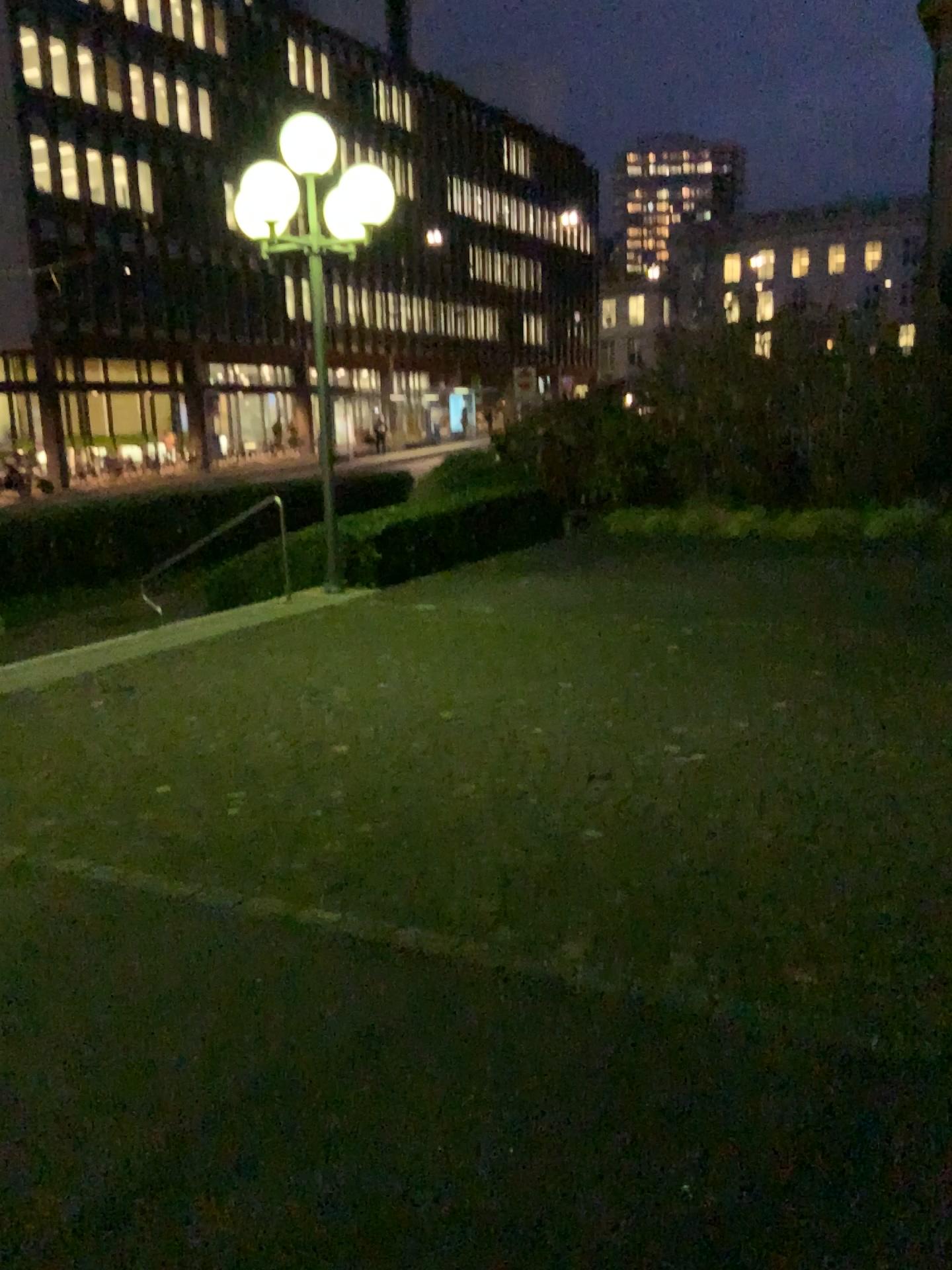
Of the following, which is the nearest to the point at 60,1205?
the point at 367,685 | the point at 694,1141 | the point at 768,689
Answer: the point at 694,1141
